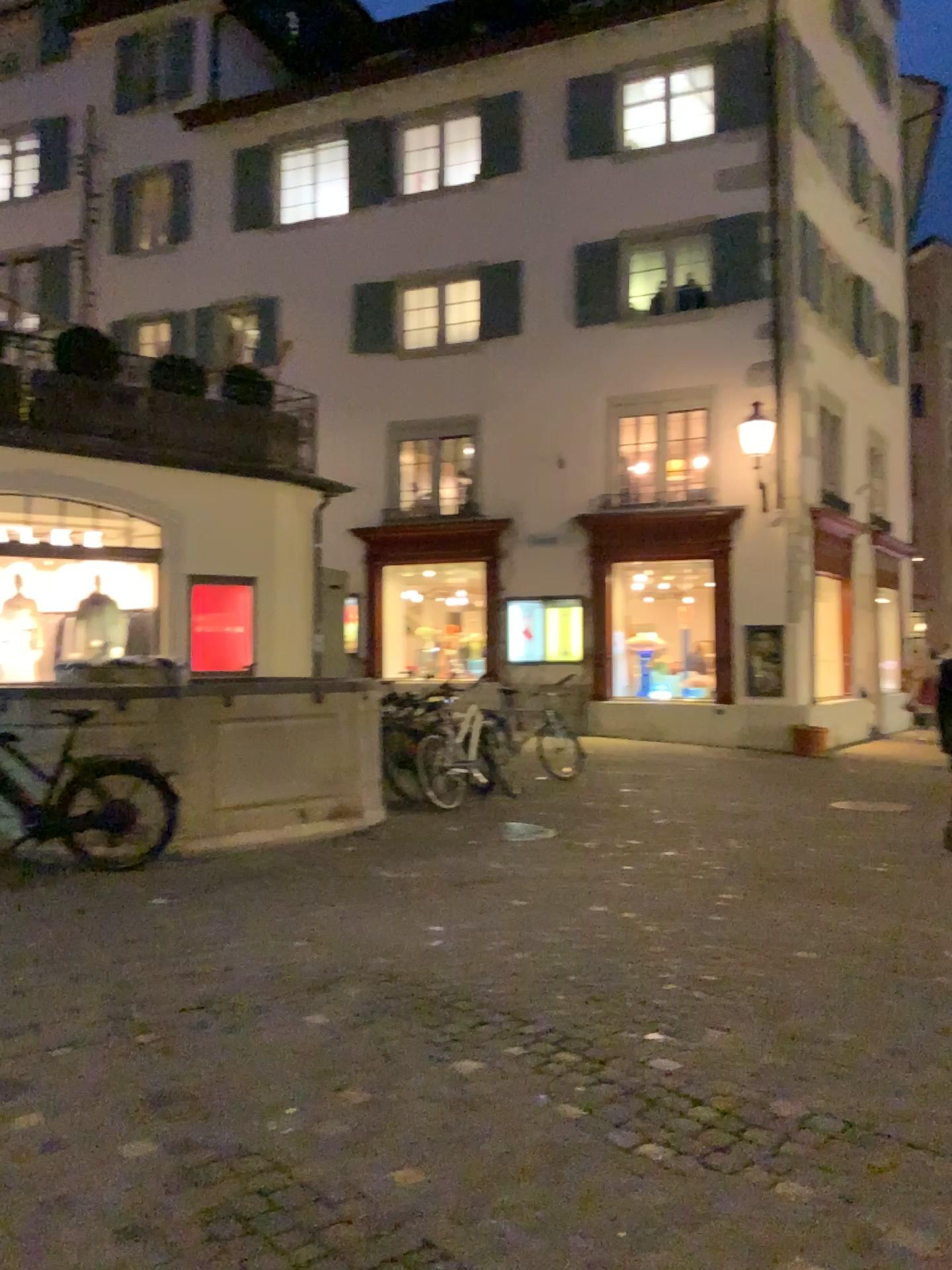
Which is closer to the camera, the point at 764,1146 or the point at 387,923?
the point at 764,1146
